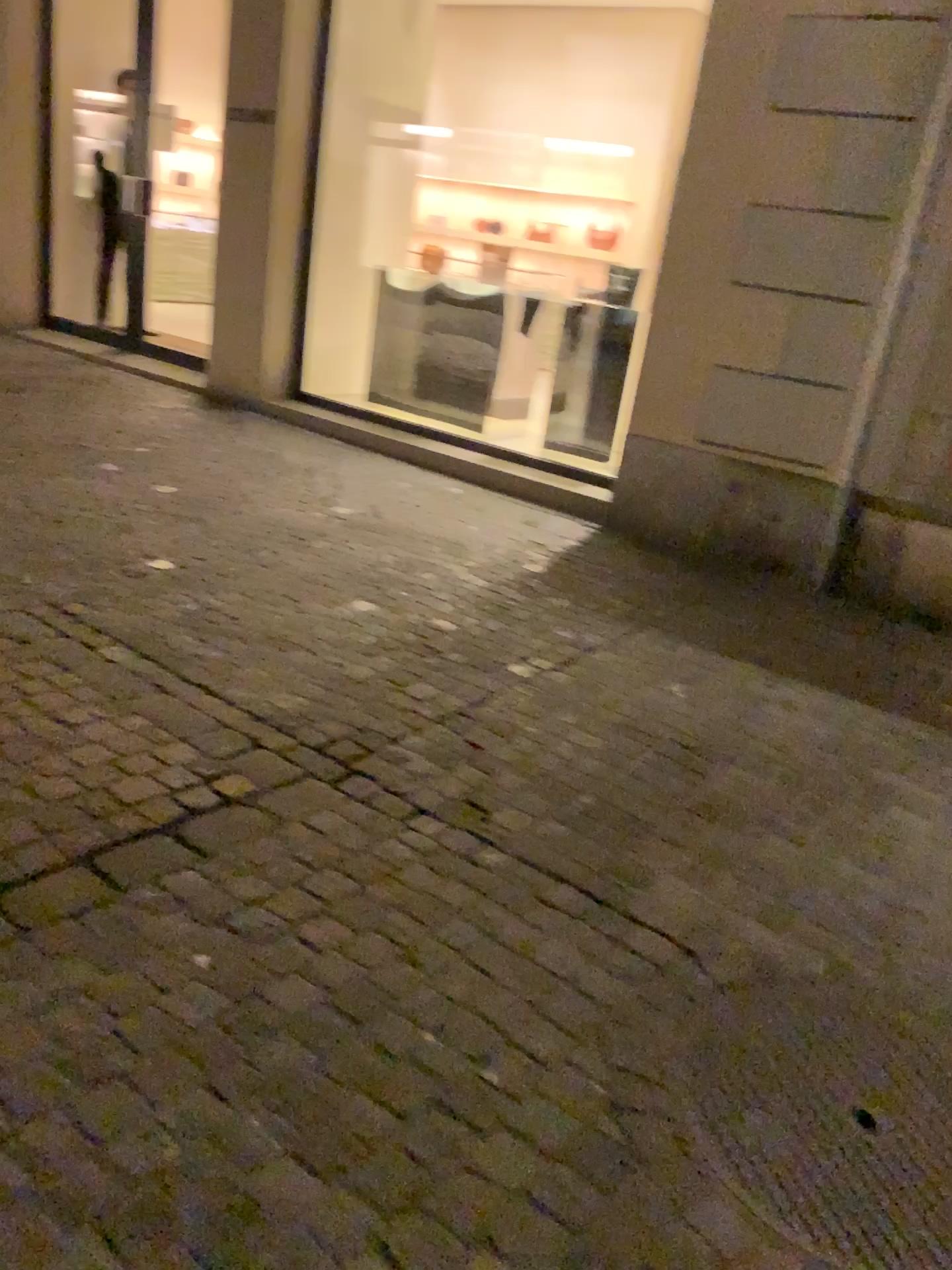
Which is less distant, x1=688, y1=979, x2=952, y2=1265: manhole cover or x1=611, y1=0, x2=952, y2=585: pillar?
x1=688, y1=979, x2=952, y2=1265: manhole cover

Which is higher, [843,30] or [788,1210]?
[843,30]

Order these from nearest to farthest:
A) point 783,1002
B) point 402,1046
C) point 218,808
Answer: point 402,1046 → point 783,1002 → point 218,808

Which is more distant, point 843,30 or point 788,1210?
point 843,30
